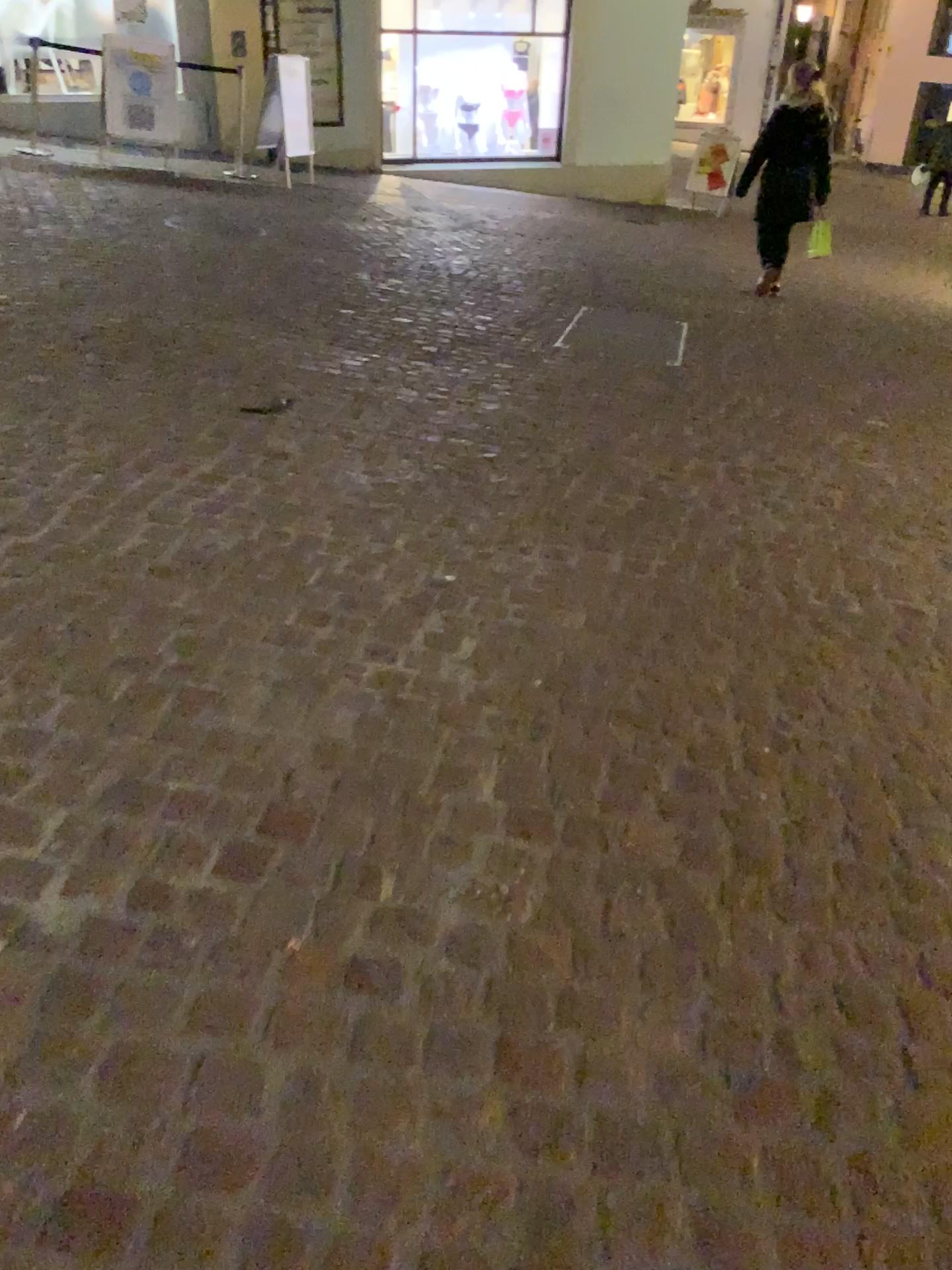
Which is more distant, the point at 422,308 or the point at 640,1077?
the point at 422,308
